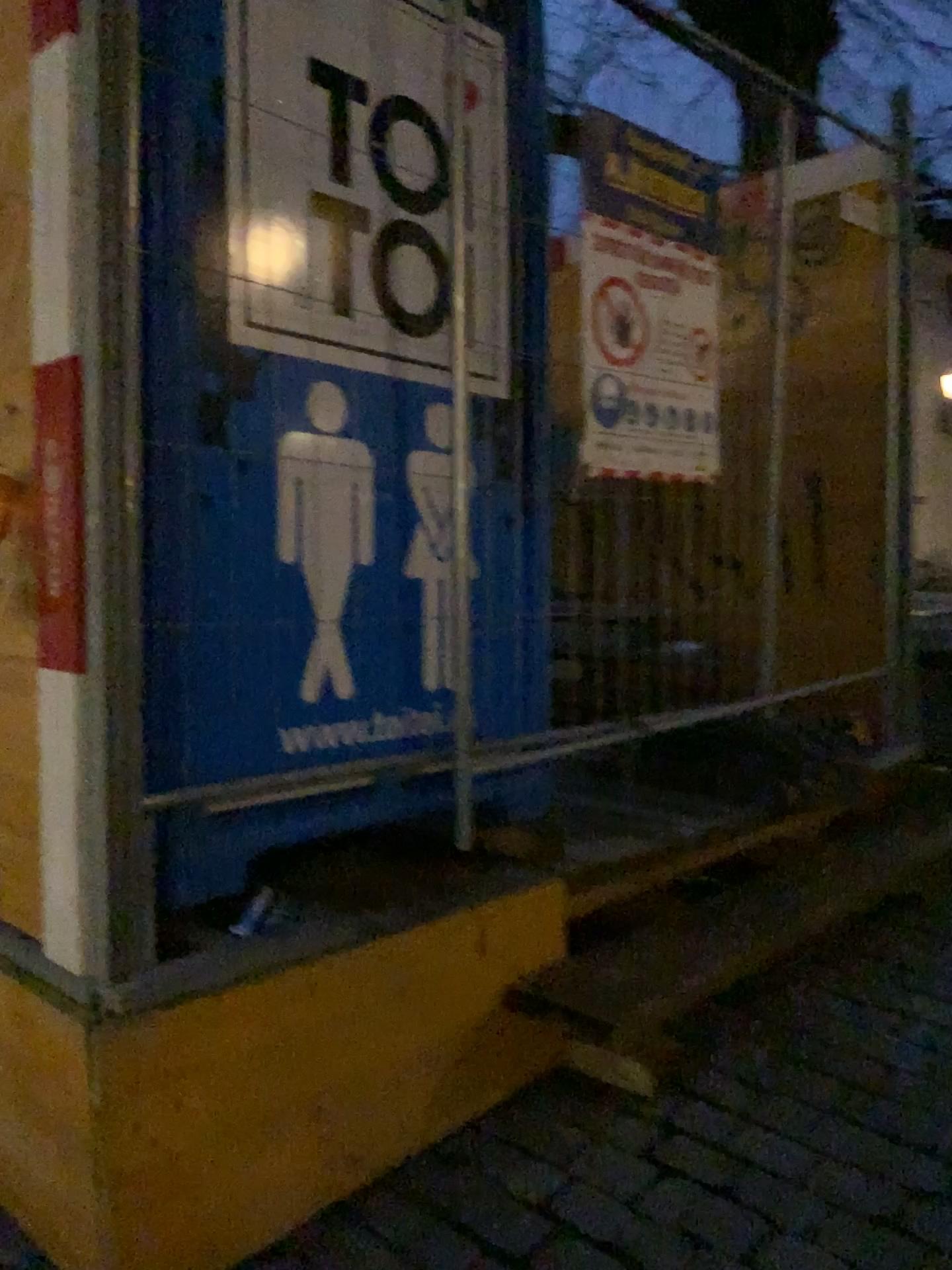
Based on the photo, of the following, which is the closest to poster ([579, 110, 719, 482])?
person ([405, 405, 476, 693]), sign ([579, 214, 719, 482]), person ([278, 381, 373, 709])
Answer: sign ([579, 214, 719, 482])

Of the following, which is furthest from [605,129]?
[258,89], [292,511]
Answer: [292,511]

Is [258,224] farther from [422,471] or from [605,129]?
[605,129]

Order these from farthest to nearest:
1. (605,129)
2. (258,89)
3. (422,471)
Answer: (605,129) < (422,471) < (258,89)

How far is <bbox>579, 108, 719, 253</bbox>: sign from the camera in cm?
255

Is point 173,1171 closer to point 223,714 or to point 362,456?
point 223,714

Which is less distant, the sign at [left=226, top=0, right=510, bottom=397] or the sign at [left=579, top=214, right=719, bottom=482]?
the sign at [left=226, top=0, right=510, bottom=397]

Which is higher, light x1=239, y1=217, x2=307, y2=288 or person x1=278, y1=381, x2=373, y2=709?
light x1=239, y1=217, x2=307, y2=288

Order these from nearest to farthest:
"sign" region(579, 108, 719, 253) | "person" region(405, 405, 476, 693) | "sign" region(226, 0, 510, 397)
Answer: "sign" region(226, 0, 510, 397) → "person" region(405, 405, 476, 693) → "sign" region(579, 108, 719, 253)

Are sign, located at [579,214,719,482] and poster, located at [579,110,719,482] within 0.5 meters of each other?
yes
